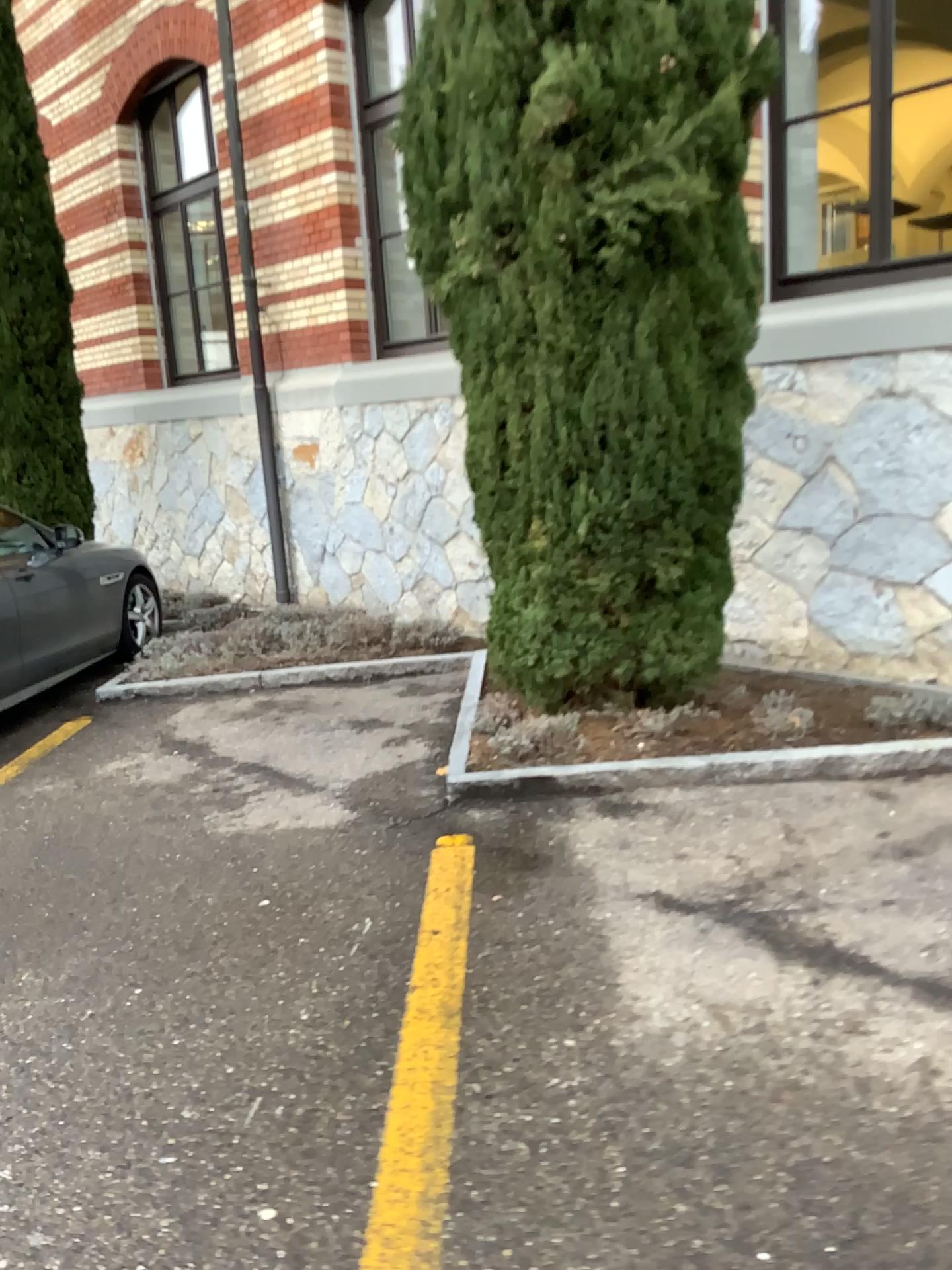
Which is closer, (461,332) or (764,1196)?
(764,1196)
